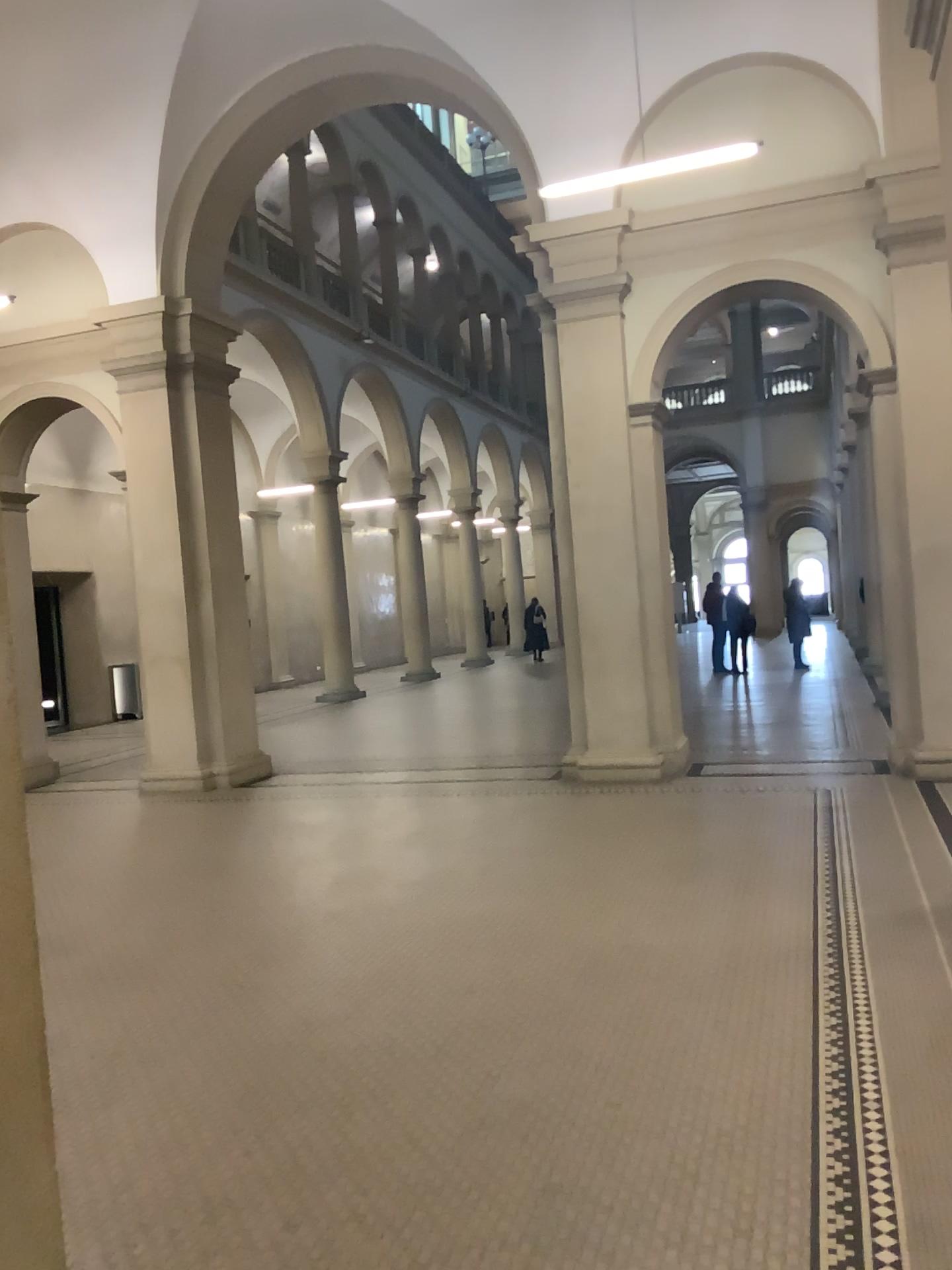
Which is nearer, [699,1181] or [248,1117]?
[699,1181]
